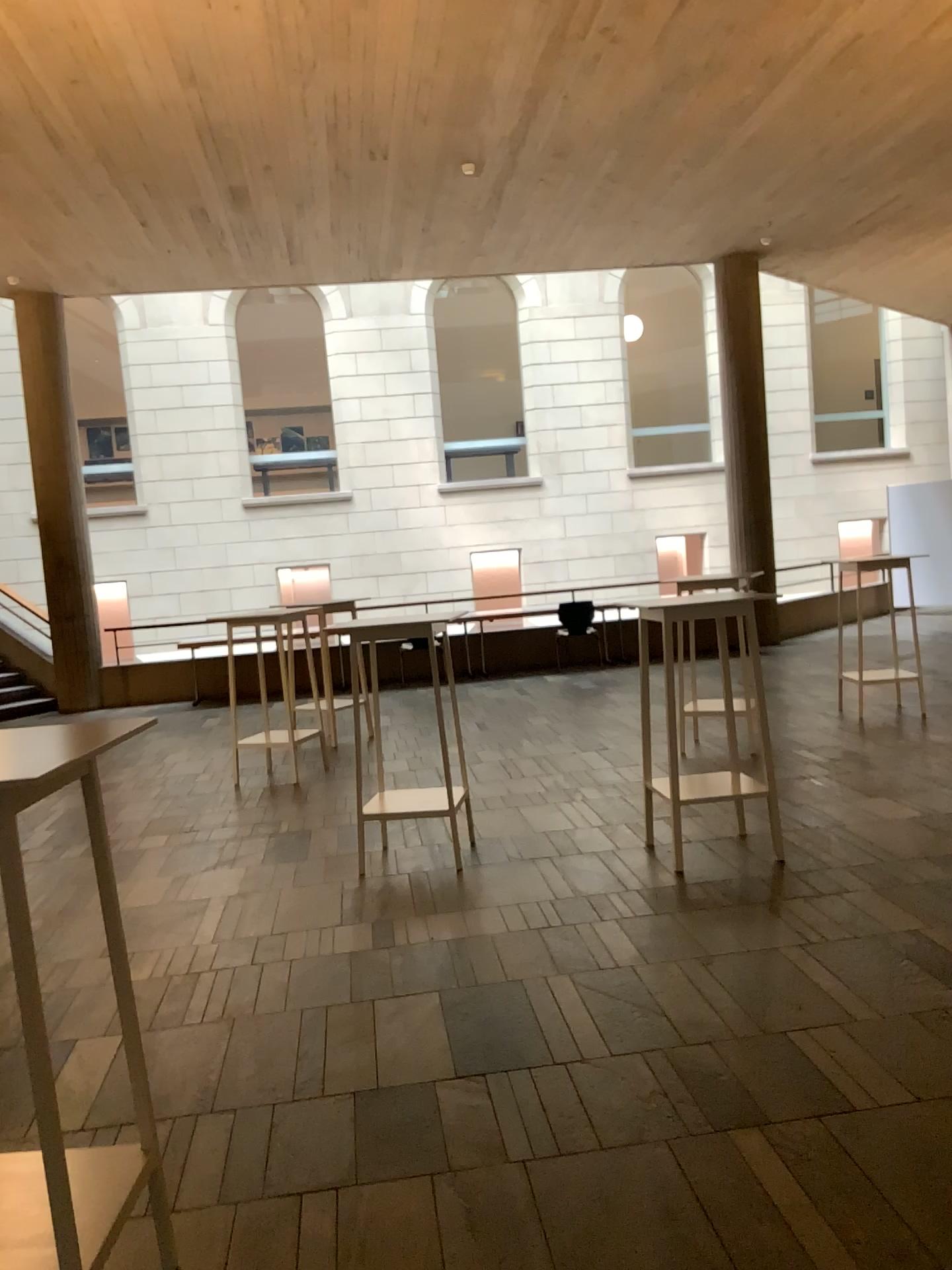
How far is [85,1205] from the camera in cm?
196

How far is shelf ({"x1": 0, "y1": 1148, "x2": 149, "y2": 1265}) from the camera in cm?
196

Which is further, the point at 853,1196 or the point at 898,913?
the point at 898,913
